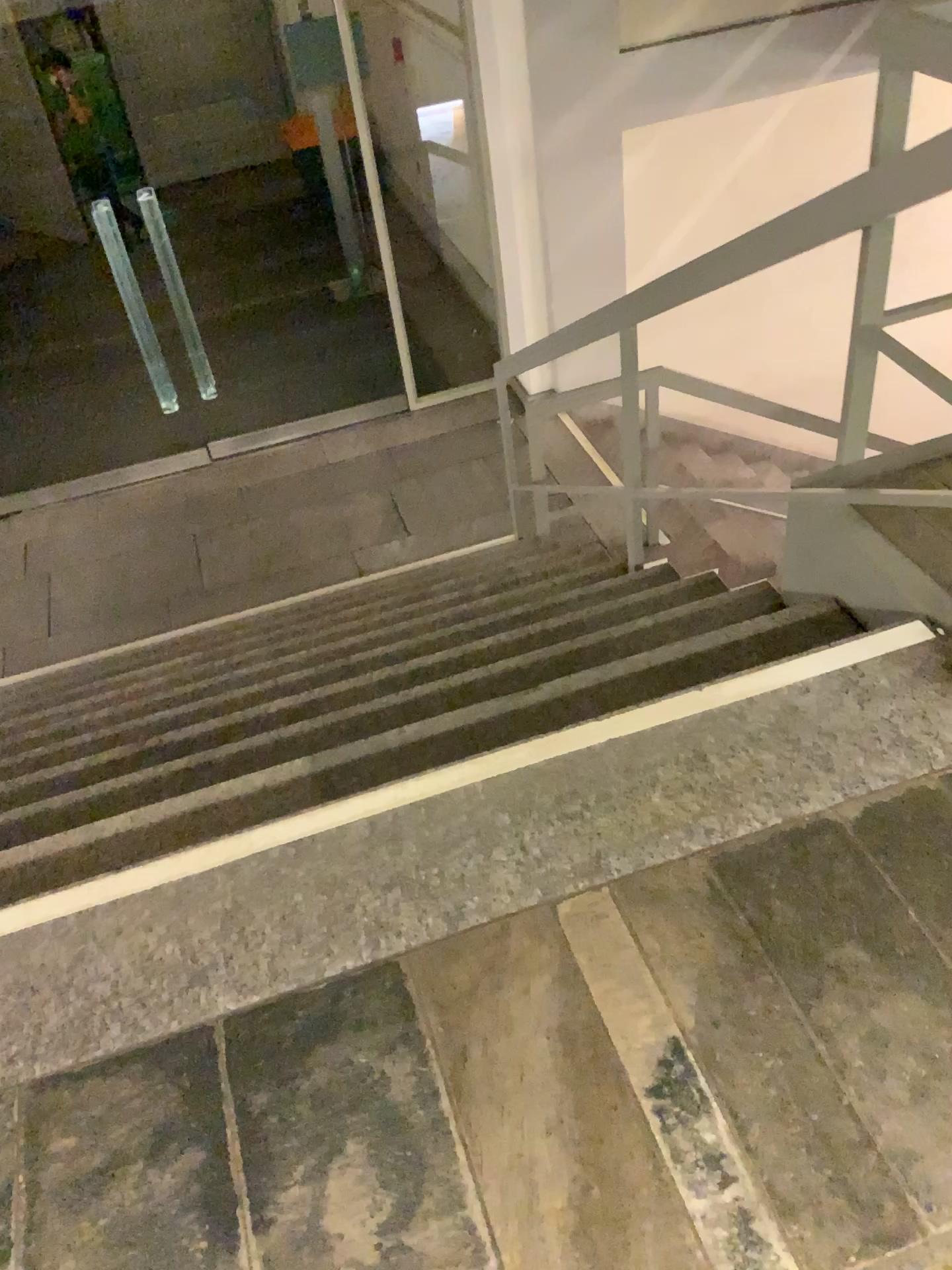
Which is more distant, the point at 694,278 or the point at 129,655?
the point at 129,655
